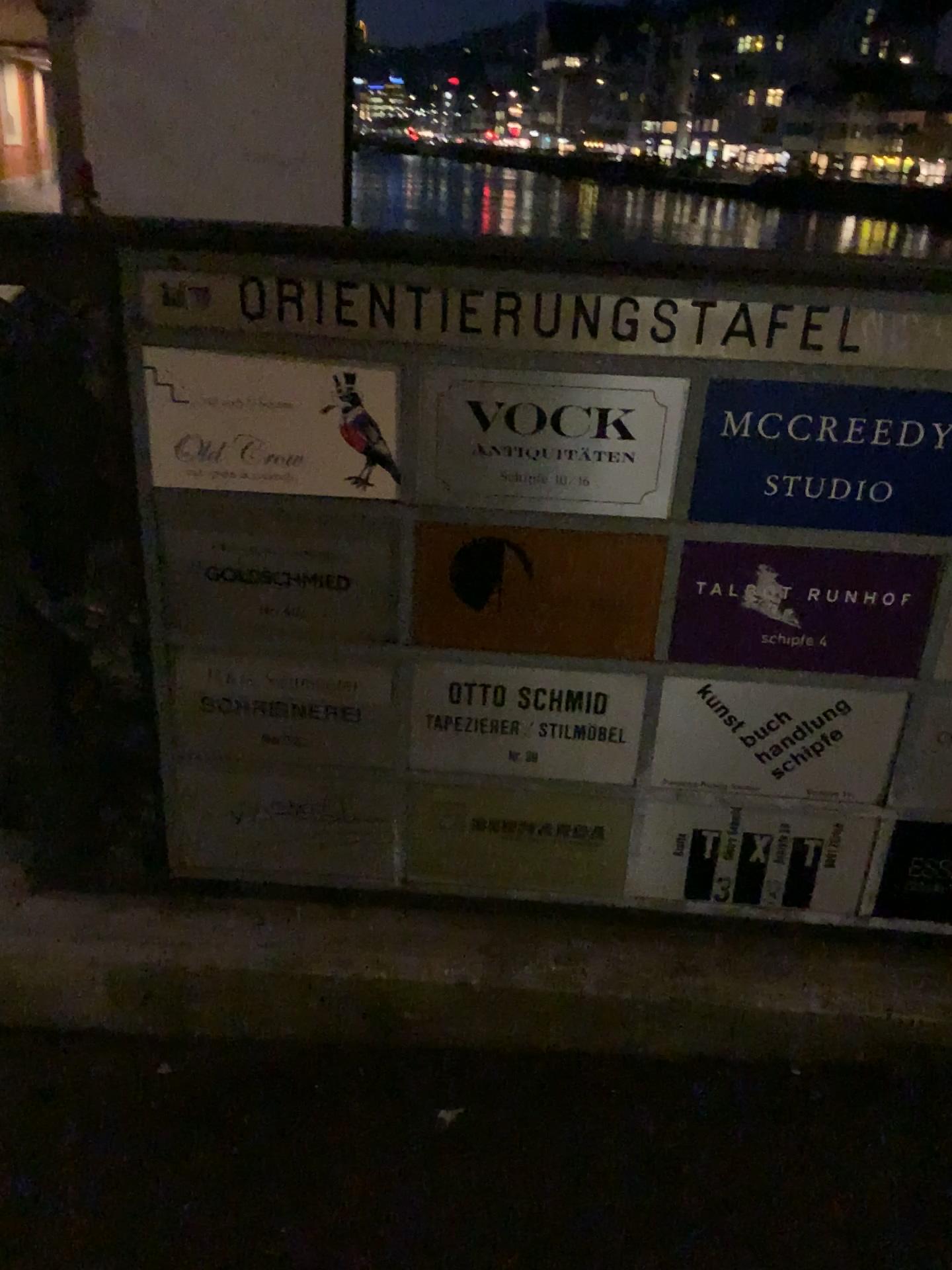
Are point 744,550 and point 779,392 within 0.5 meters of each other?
yes

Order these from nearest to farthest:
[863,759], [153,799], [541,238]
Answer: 1. [541,238]
2. [863,759]
3. [153,799]

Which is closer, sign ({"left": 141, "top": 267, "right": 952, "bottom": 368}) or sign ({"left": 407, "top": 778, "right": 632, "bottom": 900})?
sign ({"left": 141, "top": 267, "right": 952, "bottom": 368})

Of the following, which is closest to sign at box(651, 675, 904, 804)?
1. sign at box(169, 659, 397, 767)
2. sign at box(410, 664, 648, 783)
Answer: sign at box(410, 664, 648, 783)

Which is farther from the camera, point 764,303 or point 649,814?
point 649,814

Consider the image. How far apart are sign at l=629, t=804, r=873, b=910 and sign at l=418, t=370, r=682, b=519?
0.5m

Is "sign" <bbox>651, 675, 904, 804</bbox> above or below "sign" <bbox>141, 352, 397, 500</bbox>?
below

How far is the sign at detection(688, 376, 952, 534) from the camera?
1.3m

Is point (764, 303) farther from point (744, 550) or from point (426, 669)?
point (426, 669)

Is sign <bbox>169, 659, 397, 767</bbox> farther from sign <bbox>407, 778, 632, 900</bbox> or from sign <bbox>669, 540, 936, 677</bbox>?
sign <bbox>669, 540, 936, 677</bbox>
